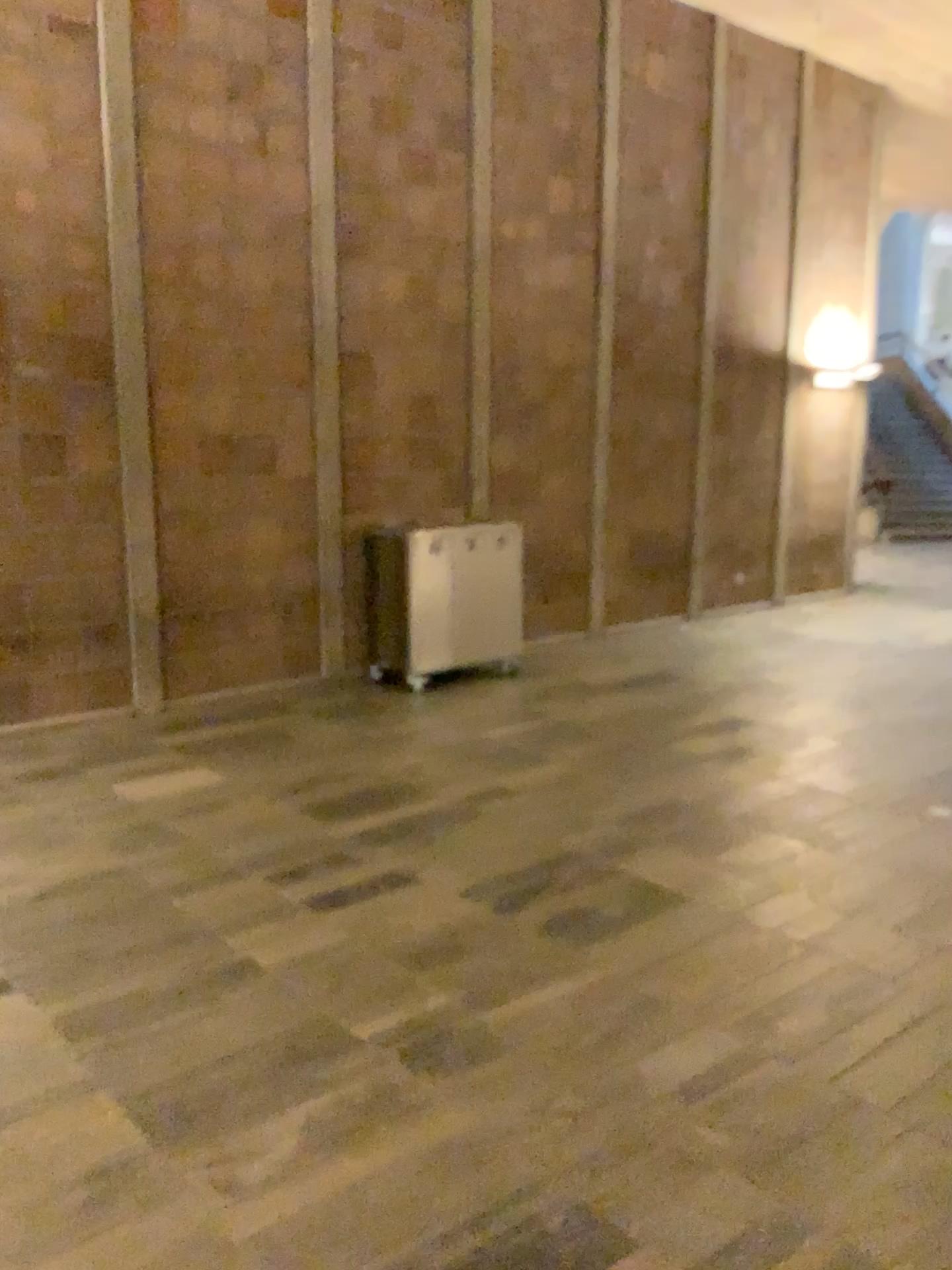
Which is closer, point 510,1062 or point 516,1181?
point 516,1181
